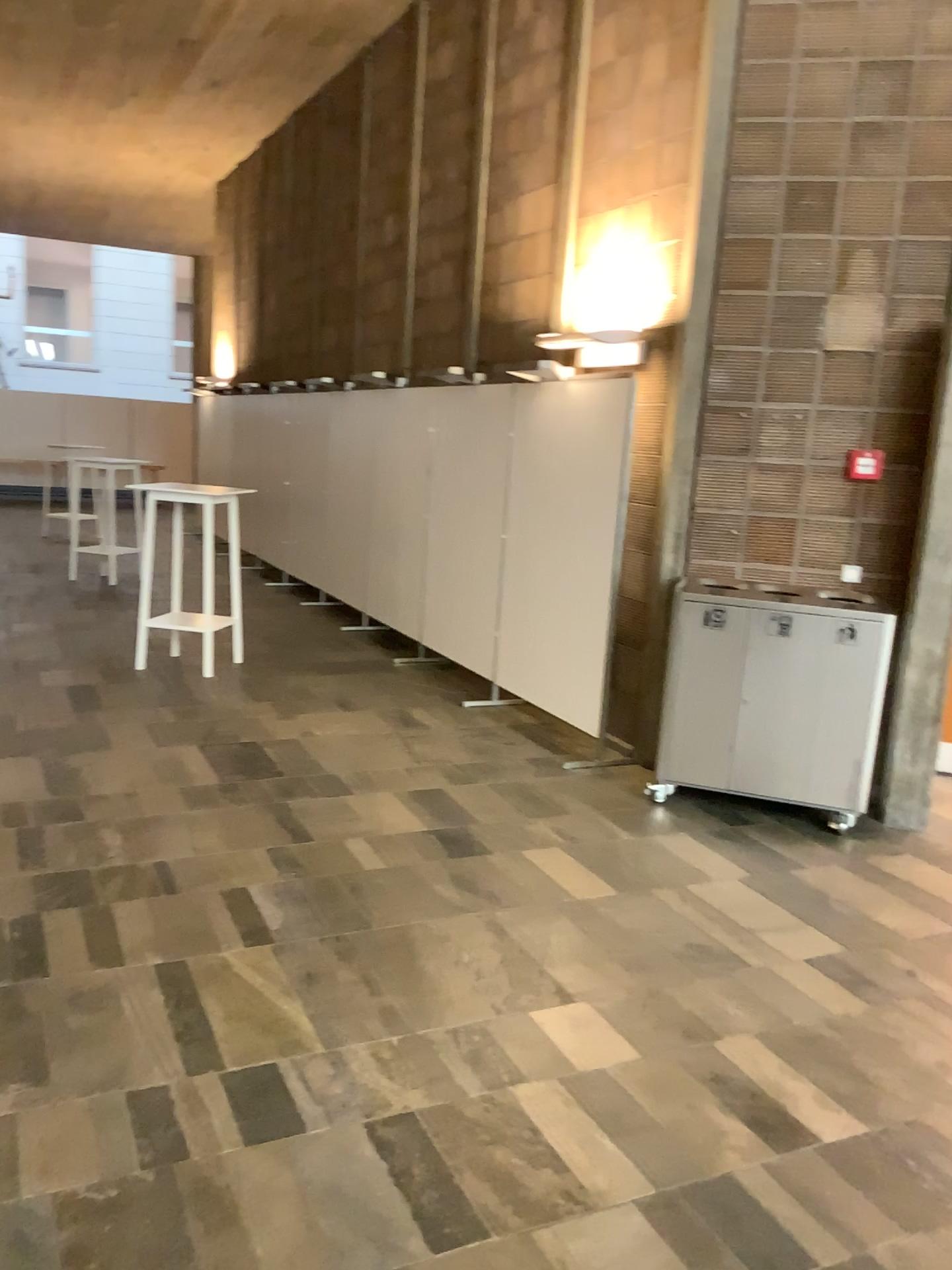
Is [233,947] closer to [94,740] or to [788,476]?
[94,740]
